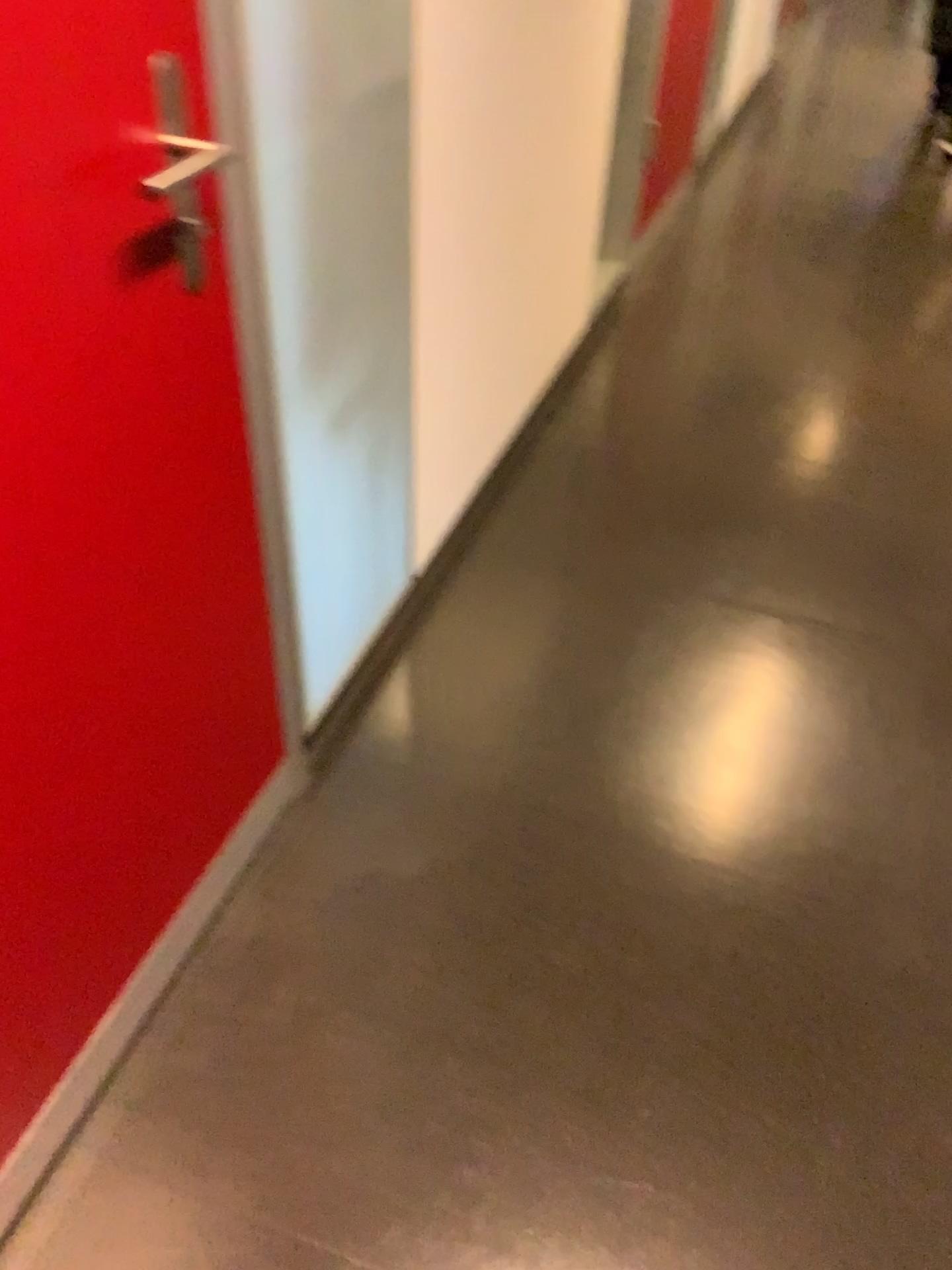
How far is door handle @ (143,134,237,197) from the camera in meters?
1.0

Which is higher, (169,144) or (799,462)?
(169,144)

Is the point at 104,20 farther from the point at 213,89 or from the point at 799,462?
the point at 799,462

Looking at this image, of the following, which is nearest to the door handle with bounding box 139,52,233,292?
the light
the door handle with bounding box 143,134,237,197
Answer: the door handle with bounding box 143,134,237,197

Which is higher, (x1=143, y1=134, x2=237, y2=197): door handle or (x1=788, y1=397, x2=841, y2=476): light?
(x1=143, y1=134, x2=237, y2=197): door handle

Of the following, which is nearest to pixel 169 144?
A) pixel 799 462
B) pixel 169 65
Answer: pixel 169 65

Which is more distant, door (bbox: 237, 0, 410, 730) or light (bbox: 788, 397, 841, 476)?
light (bbox: 788, 397, 841, 476)

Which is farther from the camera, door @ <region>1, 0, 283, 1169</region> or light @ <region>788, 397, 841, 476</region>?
light @ <region>788, 397, 841, 476</region>

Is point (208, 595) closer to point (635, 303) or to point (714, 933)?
point (714, 933)

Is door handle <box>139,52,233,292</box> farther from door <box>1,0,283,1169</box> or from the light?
the light
